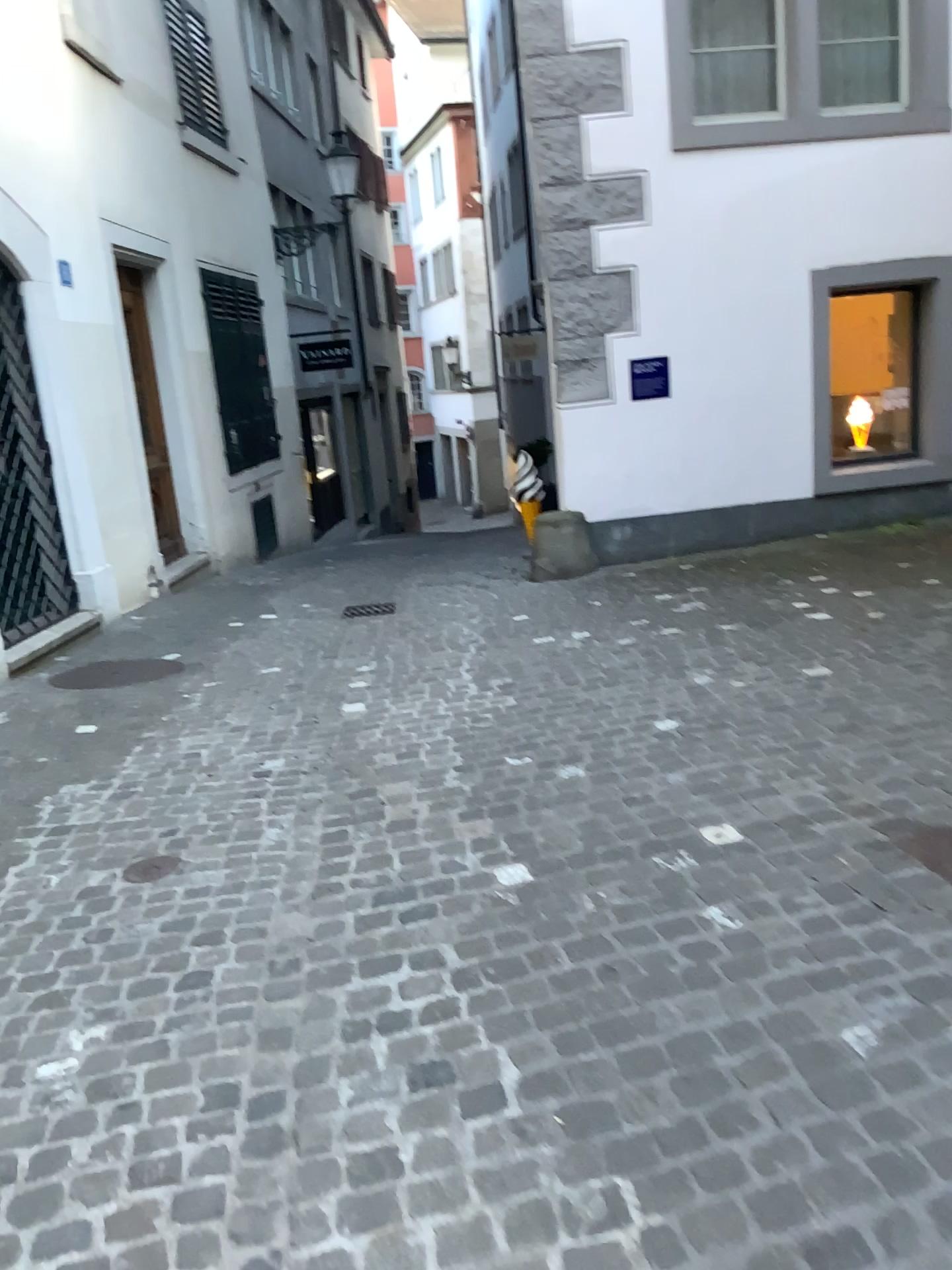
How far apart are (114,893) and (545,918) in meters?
1.3 m

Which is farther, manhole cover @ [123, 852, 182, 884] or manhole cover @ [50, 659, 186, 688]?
manhole cover @ [50, 659, 186, 688]

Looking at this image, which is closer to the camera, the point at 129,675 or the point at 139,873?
the point at 139,873
